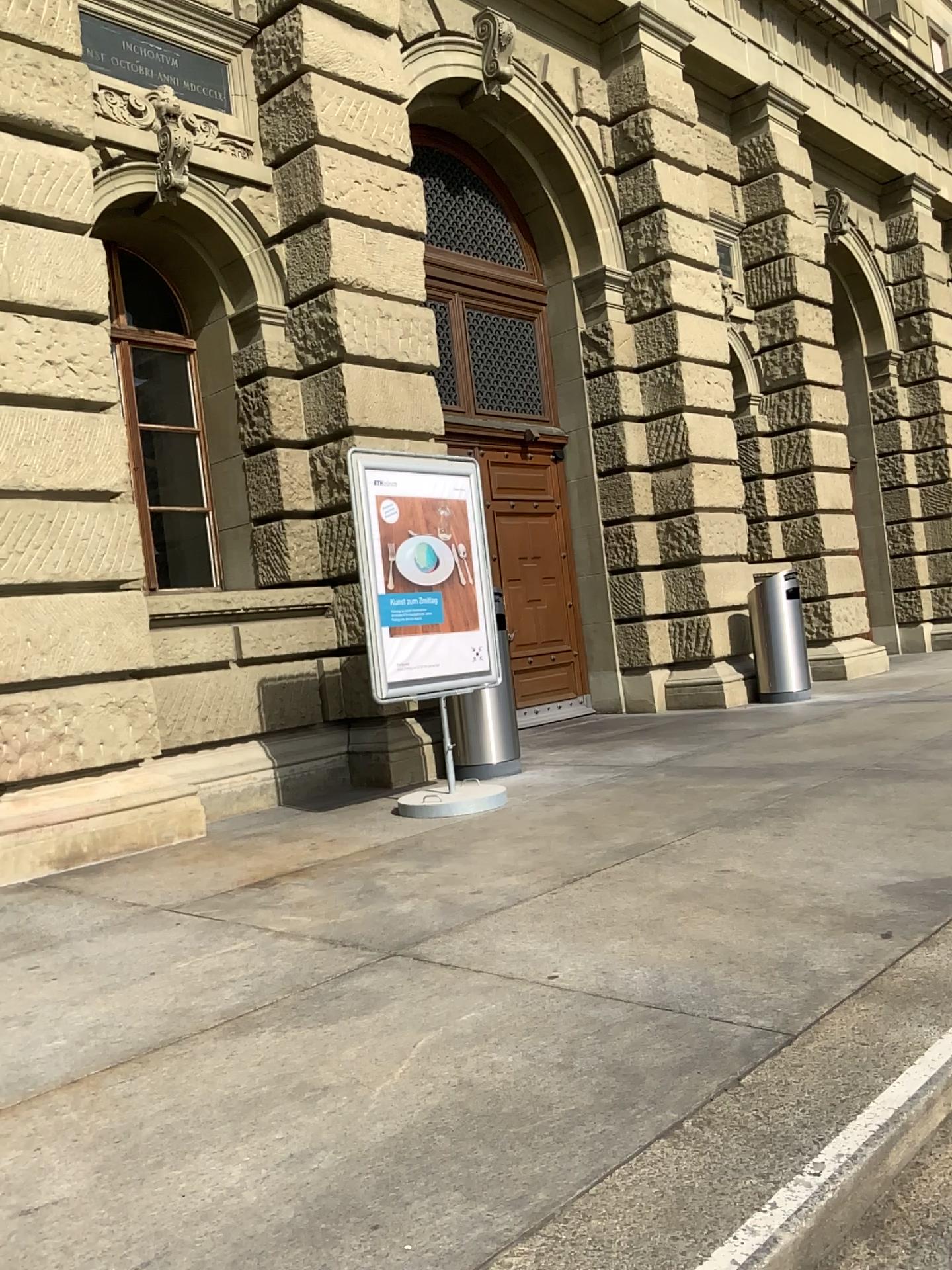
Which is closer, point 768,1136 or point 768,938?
point 768,1136
